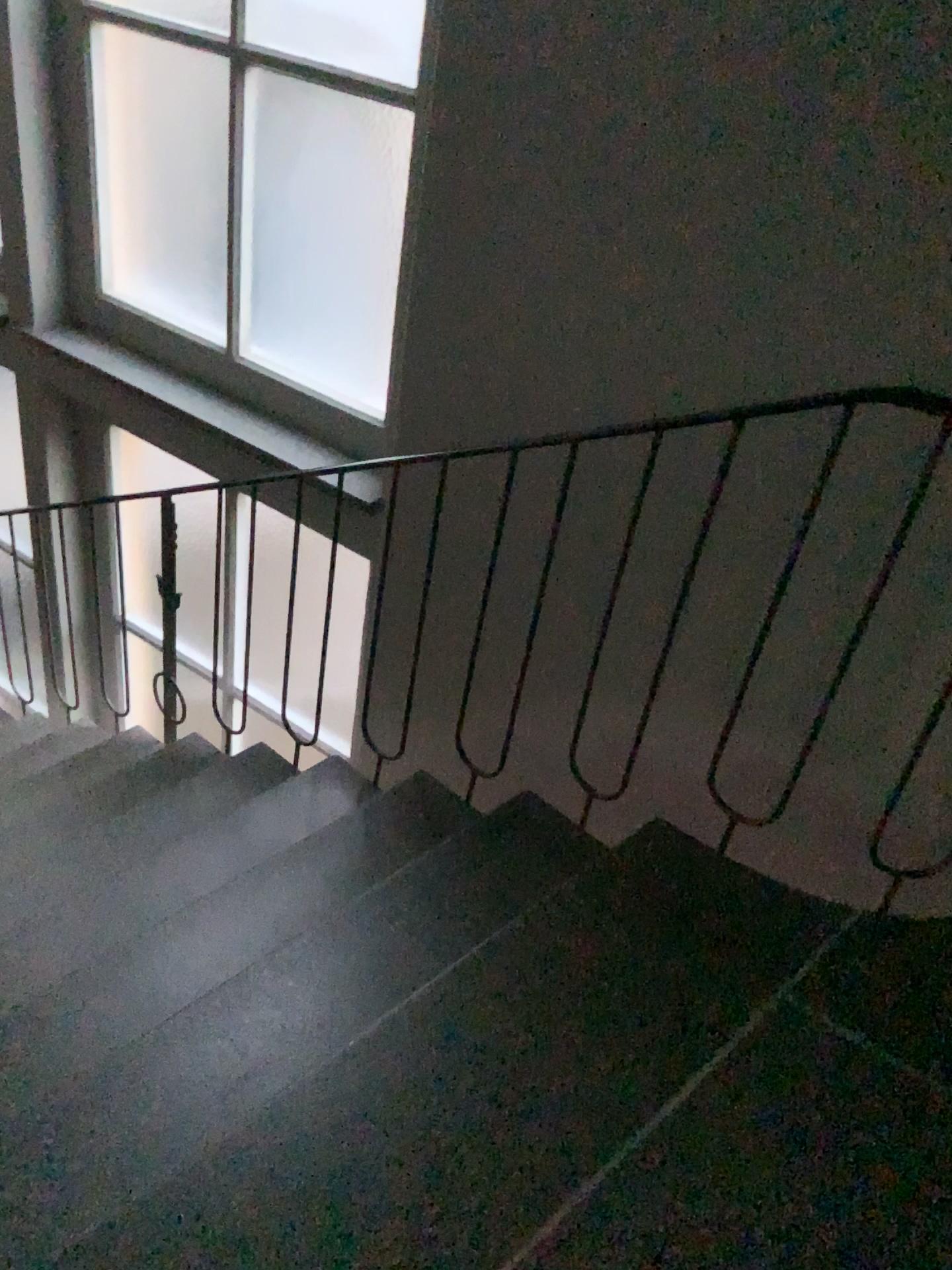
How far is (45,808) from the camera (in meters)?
2.96
